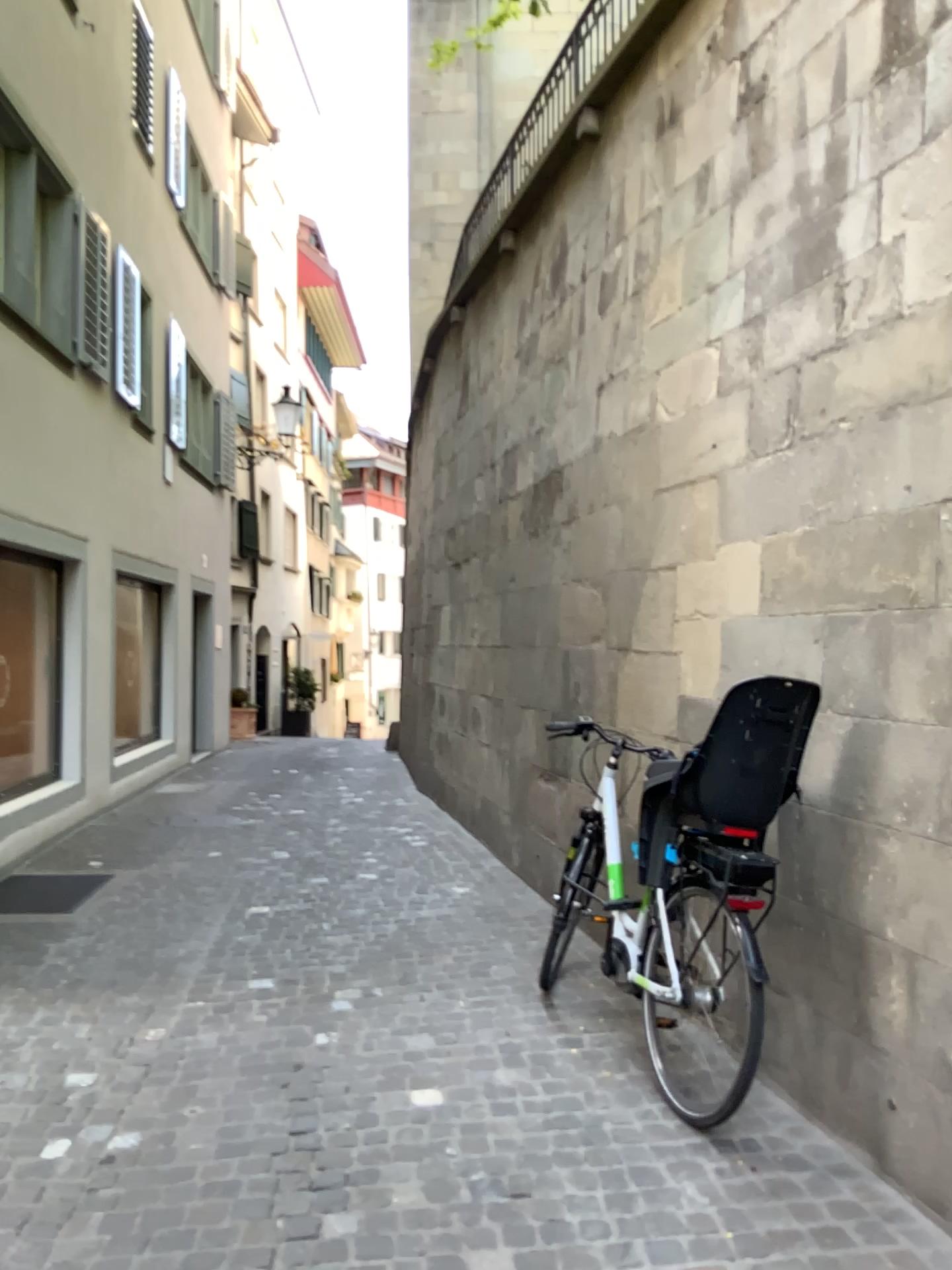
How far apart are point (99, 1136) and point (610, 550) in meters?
3.1
